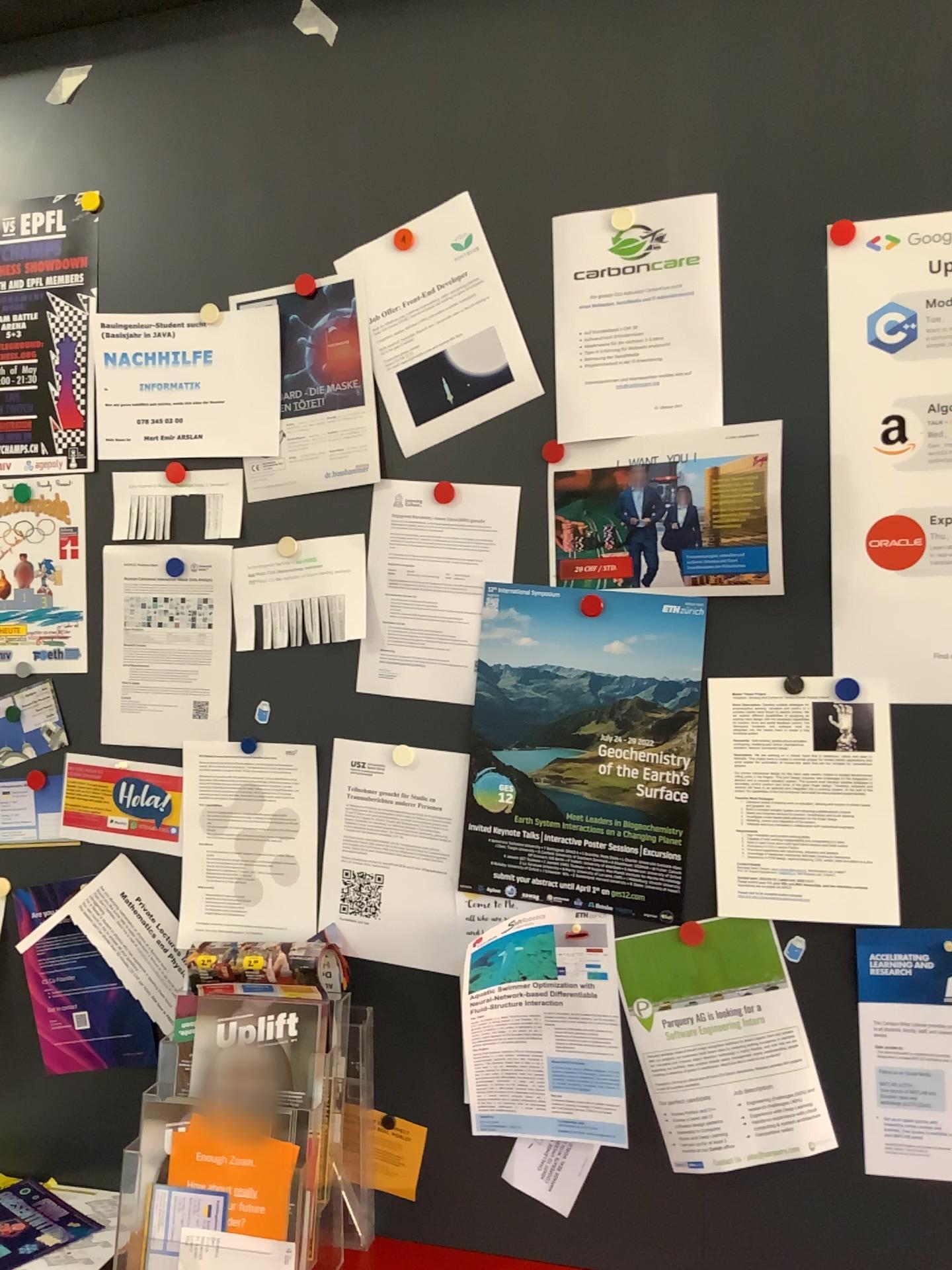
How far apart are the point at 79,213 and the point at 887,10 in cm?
115

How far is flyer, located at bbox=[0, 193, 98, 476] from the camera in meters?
1.6

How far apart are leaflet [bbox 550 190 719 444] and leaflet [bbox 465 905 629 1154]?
0.6 meters

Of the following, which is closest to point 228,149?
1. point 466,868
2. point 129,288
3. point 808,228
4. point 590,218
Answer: point 129,288

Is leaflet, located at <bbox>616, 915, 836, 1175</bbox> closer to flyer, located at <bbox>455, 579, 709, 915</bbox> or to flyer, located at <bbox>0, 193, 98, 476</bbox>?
flyer, located at <bbox>455, 579, 709, 915</bbox>

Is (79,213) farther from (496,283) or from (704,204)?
(704,204)

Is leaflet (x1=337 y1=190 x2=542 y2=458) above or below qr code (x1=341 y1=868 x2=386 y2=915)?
above

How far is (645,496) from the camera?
1.3 meters

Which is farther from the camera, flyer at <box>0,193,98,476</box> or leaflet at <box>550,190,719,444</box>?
flyer at <box>0,193,98,476</box>

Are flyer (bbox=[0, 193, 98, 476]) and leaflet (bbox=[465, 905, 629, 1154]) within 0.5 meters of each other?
no
